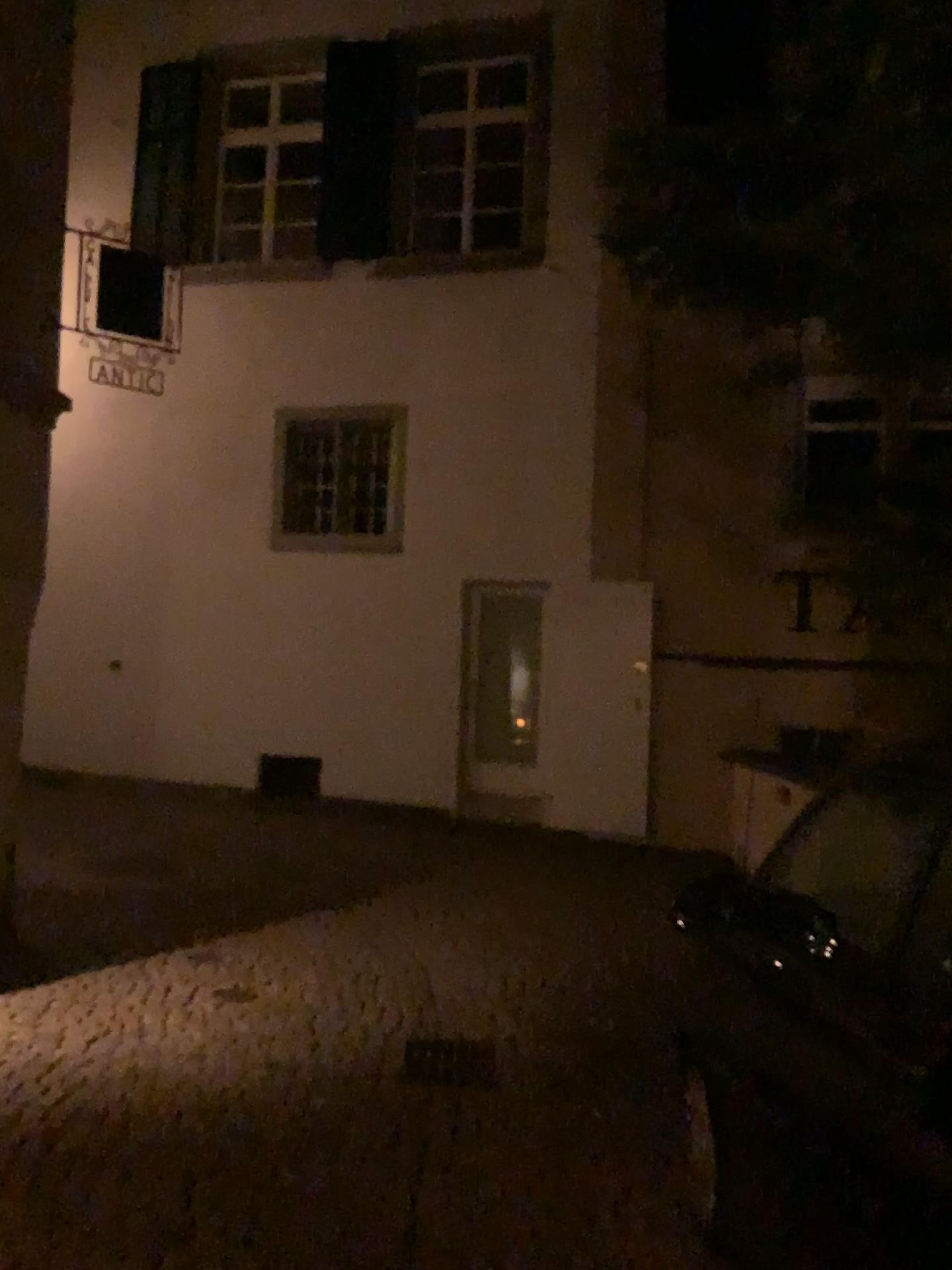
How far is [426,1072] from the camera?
4.3 meters

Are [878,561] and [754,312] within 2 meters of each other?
yes

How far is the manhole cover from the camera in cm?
426
